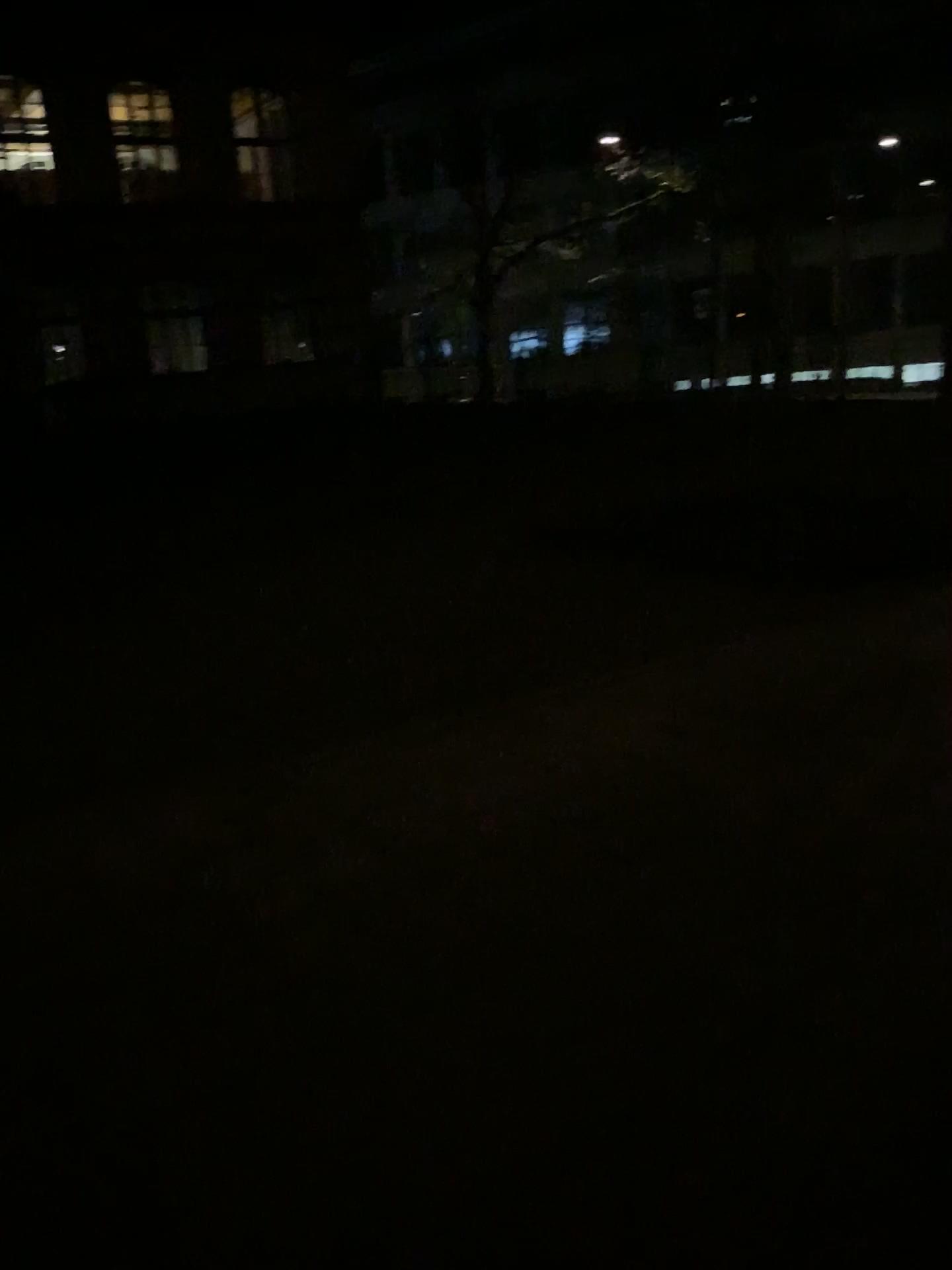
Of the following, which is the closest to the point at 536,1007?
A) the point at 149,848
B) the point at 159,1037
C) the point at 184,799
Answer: the point at 159,1037
